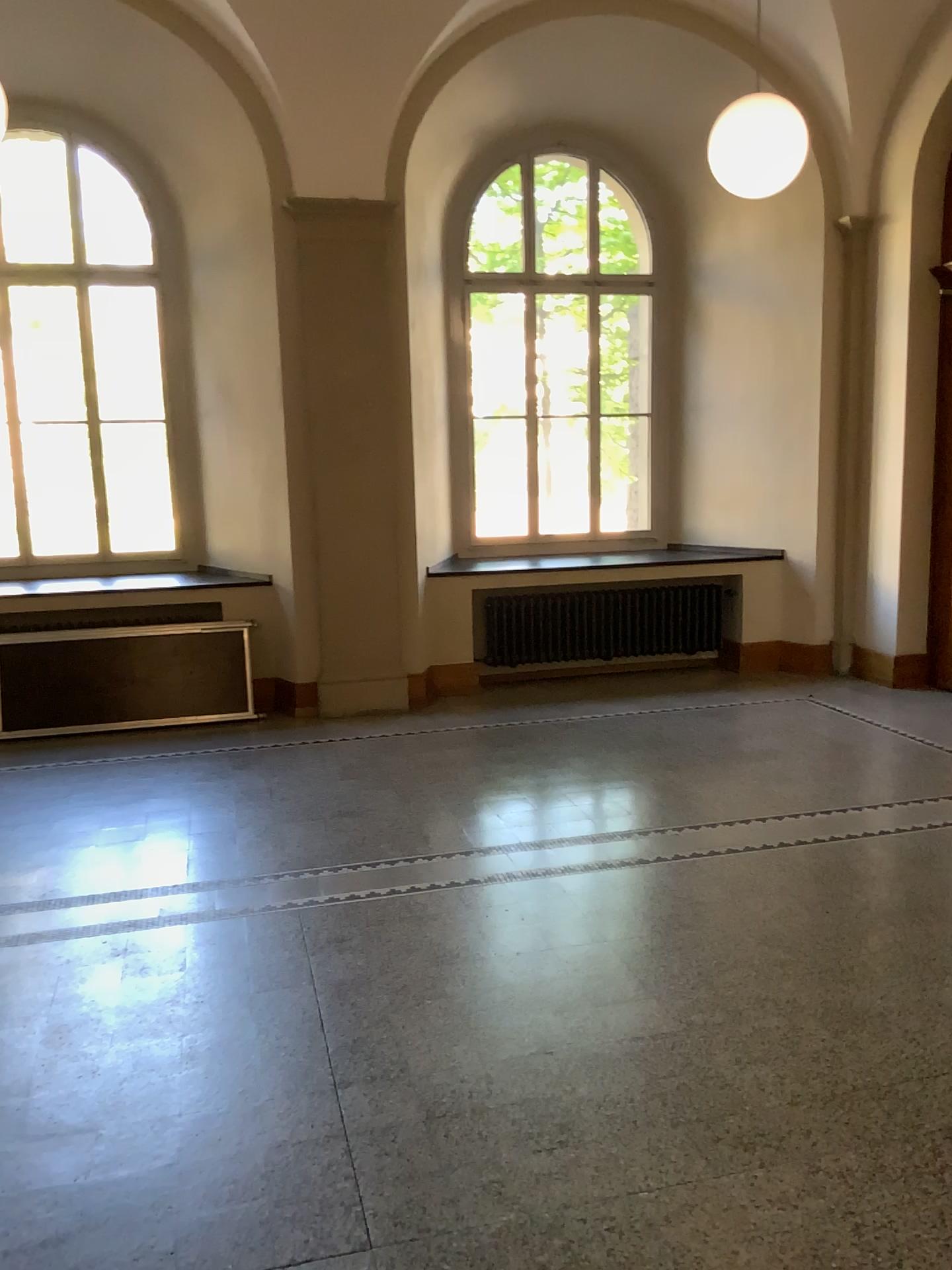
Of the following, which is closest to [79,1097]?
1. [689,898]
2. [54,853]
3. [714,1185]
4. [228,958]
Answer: [228,958]
